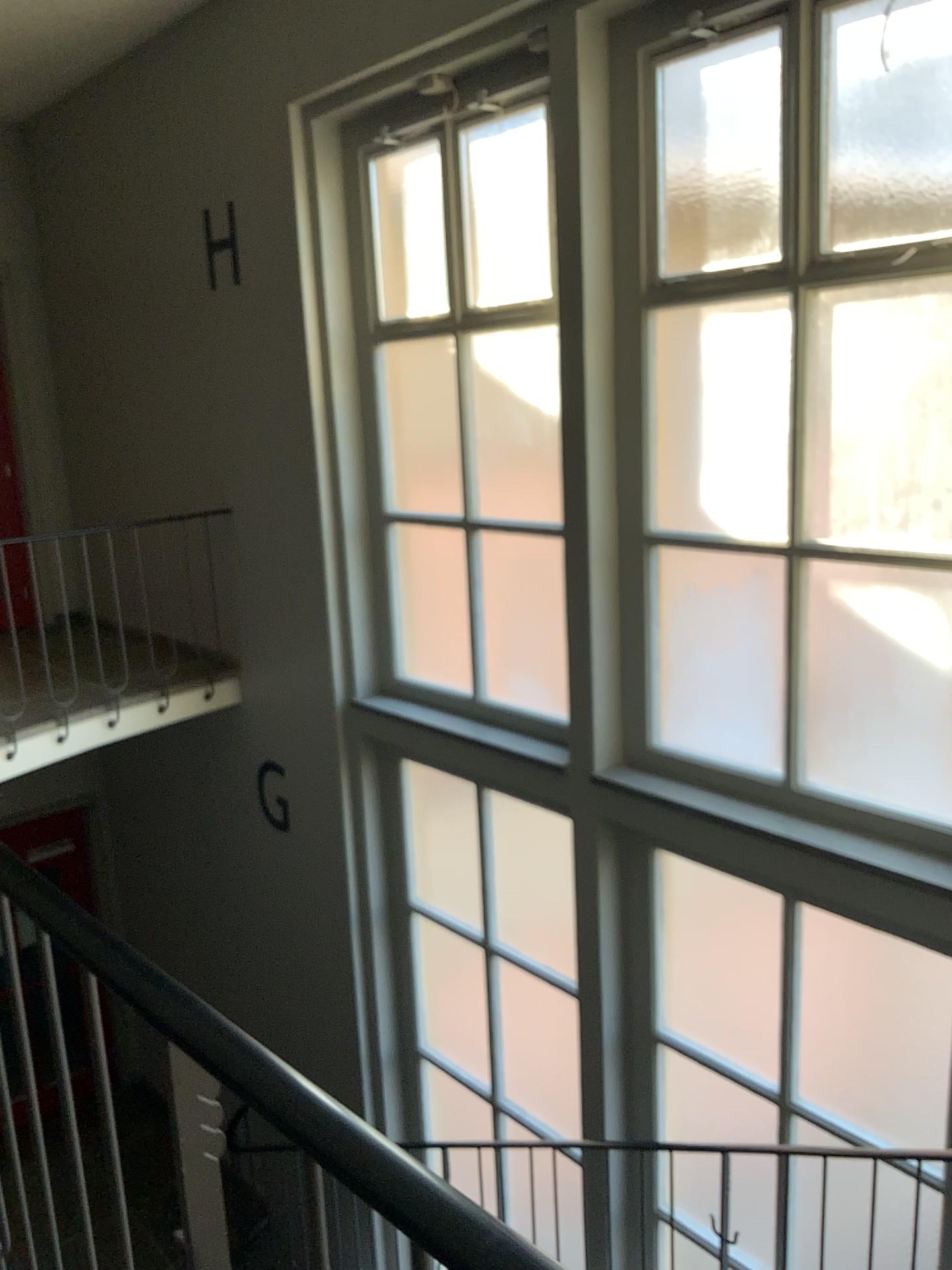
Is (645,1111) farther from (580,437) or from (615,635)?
(580,437)
